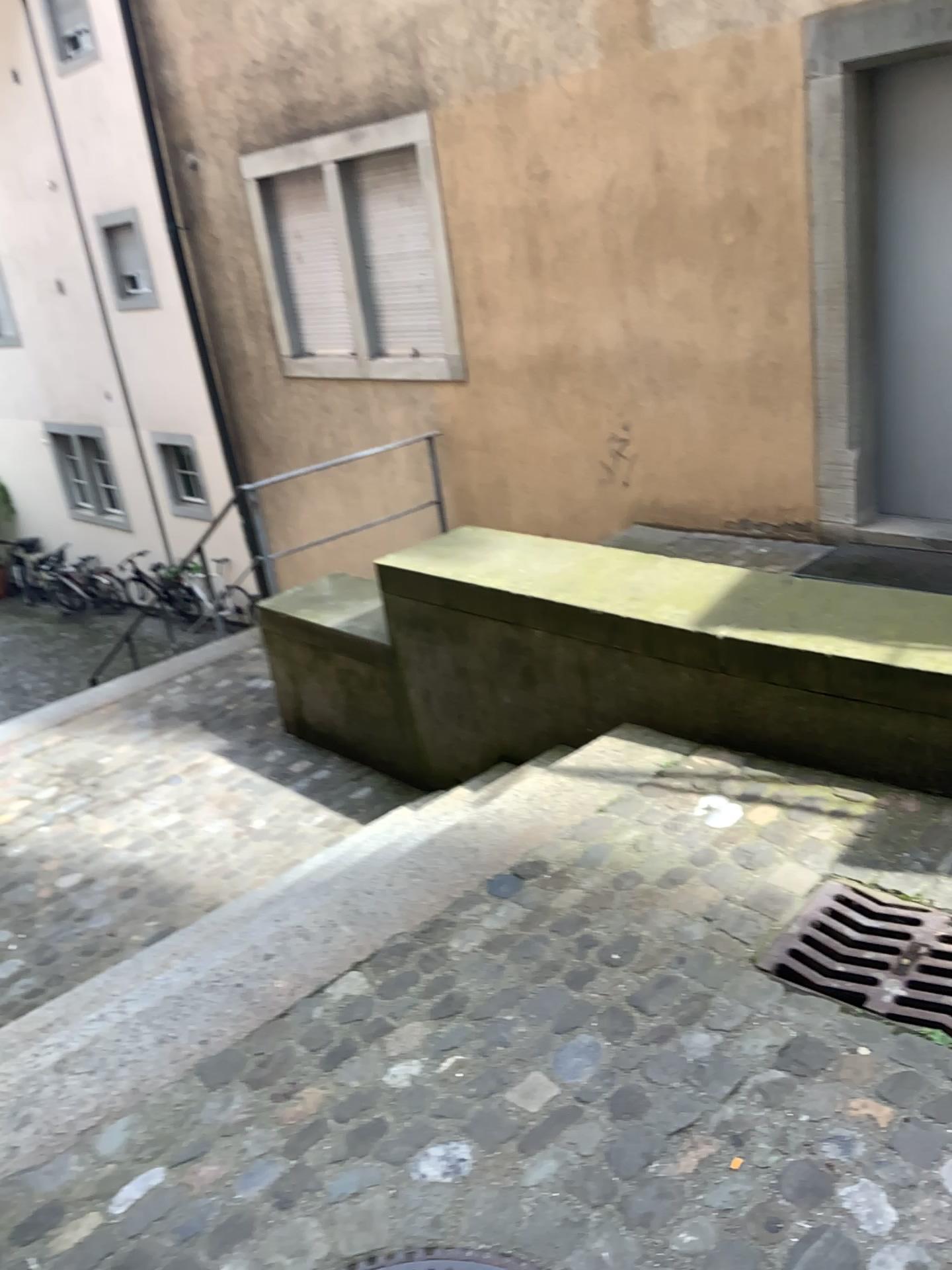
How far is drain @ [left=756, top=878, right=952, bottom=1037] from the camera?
2.09m

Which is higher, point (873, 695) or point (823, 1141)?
point (873, 695)

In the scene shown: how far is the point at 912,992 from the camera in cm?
209
